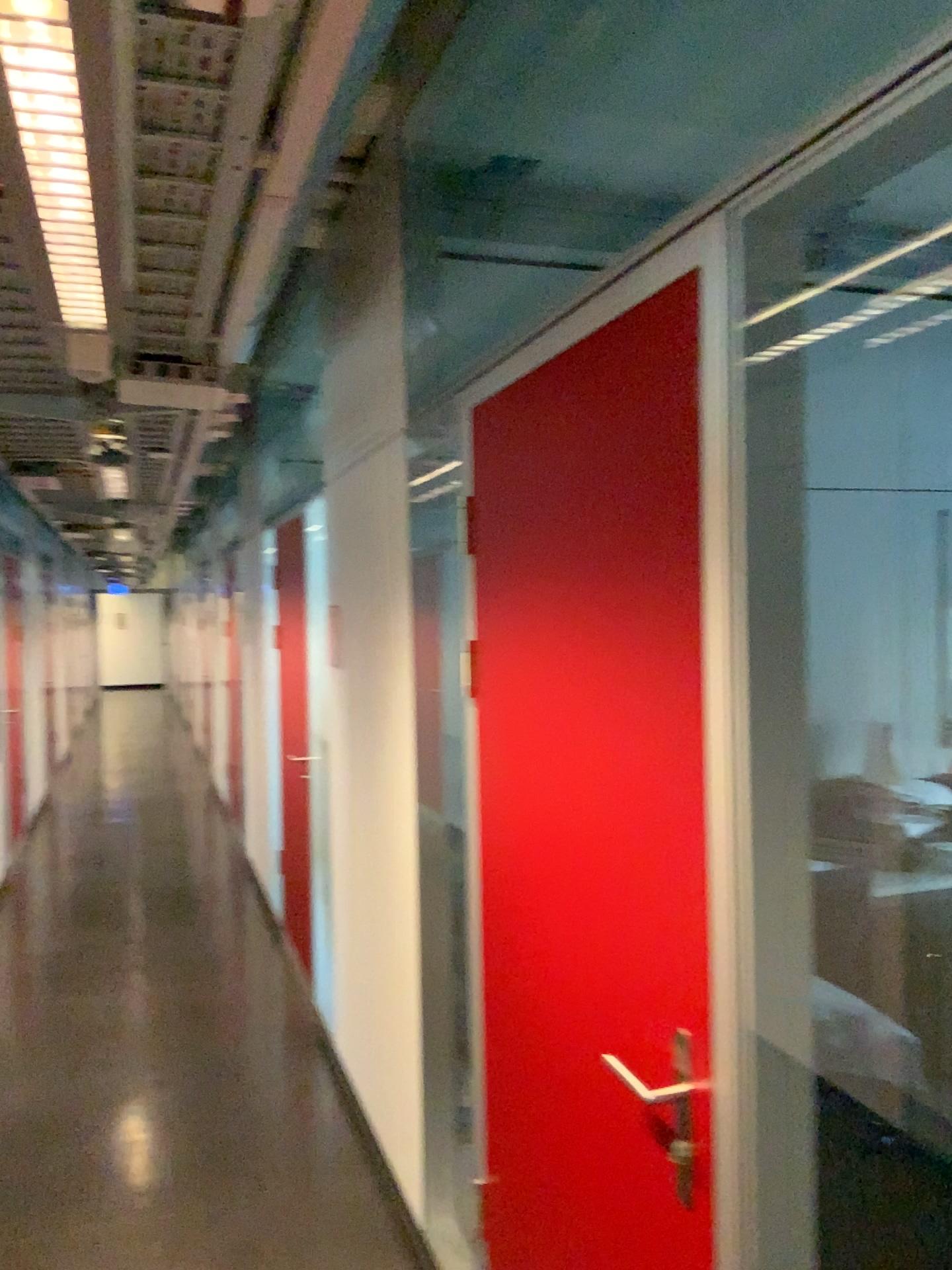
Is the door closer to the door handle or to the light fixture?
the door handle

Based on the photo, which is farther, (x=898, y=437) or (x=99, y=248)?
(x=898, y=437)

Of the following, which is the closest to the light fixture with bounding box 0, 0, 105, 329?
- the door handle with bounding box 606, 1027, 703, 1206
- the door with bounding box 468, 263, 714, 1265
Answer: the door with bounding box 468, 263, 714, 1265

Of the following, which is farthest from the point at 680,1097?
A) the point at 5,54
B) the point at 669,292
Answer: the point at 5,54

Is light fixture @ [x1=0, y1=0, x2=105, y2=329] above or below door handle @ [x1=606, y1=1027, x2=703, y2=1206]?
above

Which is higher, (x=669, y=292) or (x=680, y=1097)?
(x=669, y=292)

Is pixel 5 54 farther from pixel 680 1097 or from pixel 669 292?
pixel 680 1097
